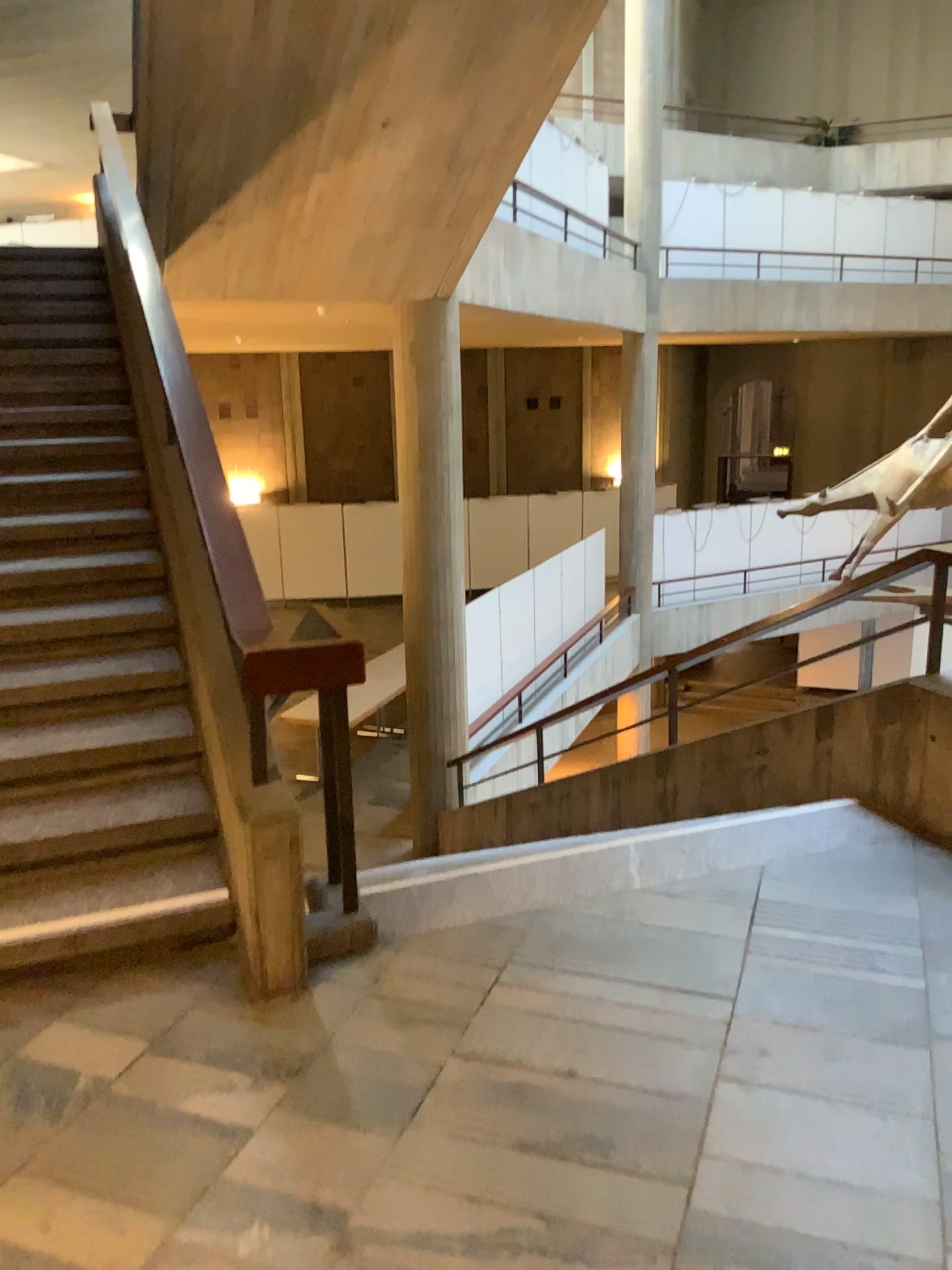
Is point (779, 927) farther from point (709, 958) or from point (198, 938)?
point (198, 938)
